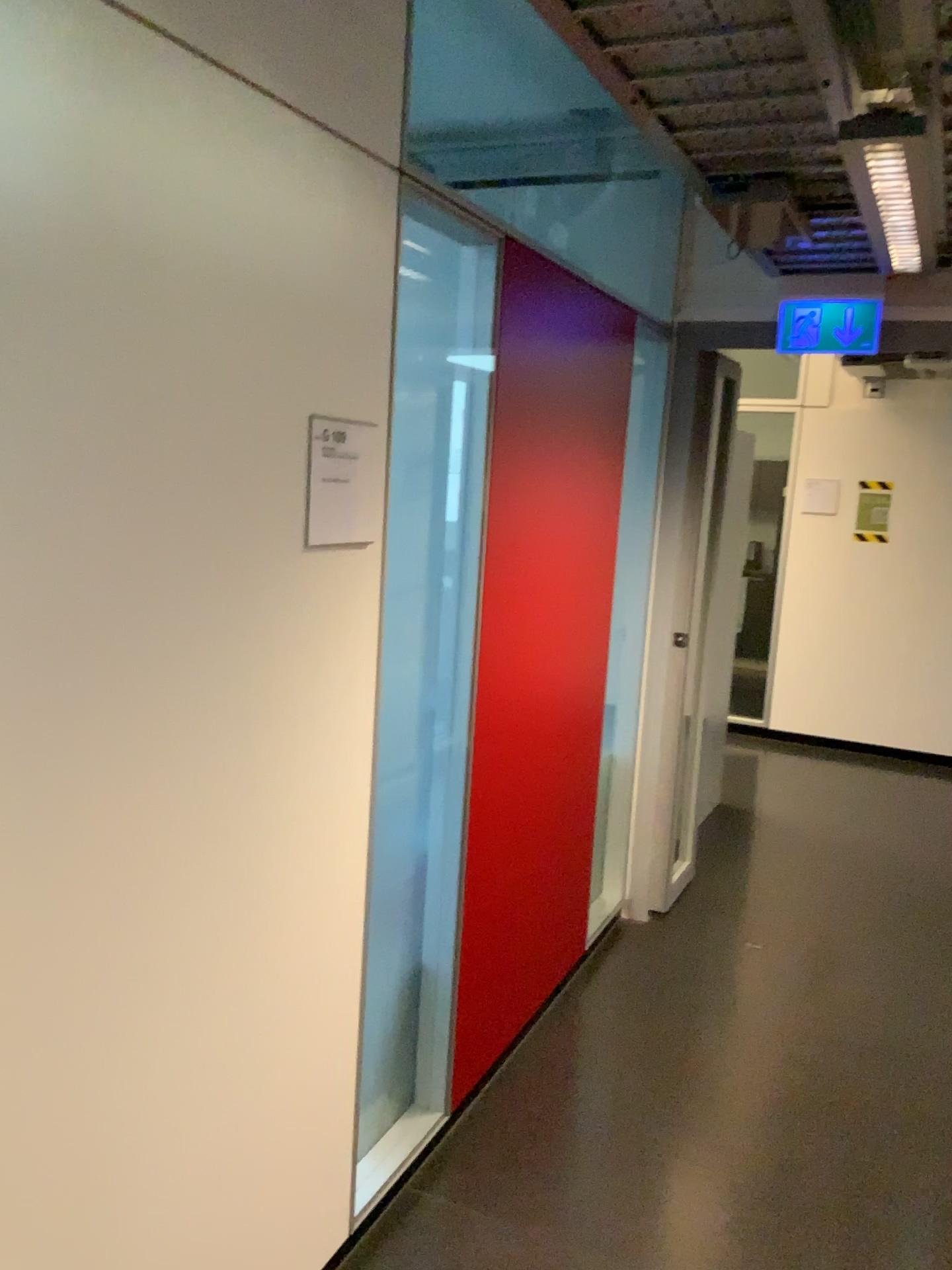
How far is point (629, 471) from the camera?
3.62m

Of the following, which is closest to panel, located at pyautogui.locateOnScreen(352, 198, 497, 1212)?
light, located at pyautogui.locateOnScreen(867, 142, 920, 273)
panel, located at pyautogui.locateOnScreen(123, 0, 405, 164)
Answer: panel, located at pyautogui.locateOnScreen(123, 0, 405, 164)

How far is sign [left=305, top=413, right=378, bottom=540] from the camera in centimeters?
176cm

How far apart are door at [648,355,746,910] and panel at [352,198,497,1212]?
1.60m

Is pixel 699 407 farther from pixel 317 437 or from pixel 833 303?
pixel 317 437

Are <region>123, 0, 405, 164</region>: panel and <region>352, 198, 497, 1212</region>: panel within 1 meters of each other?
yes

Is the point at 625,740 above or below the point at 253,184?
A: below

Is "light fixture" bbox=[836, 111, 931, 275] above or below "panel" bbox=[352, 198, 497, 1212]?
above

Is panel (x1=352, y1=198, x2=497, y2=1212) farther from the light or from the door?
the door

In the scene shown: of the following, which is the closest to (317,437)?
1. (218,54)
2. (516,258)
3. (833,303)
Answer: (218,54)
